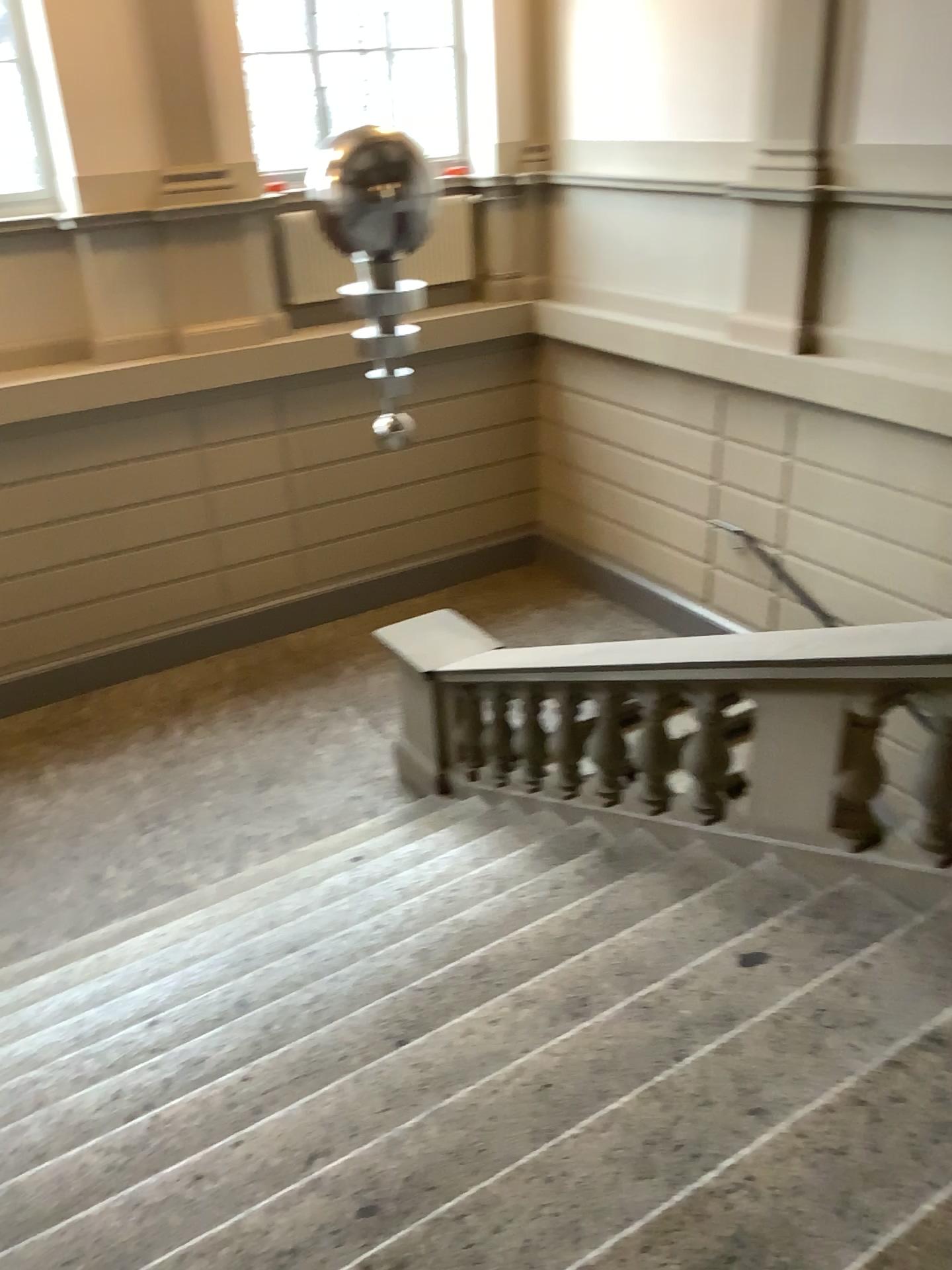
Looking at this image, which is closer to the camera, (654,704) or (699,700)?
(699,700)

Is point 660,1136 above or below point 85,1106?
above

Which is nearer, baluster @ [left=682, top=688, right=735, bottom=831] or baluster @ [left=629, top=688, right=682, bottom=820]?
baluster @ [left=682, top=688, right=735, bottom=831]
